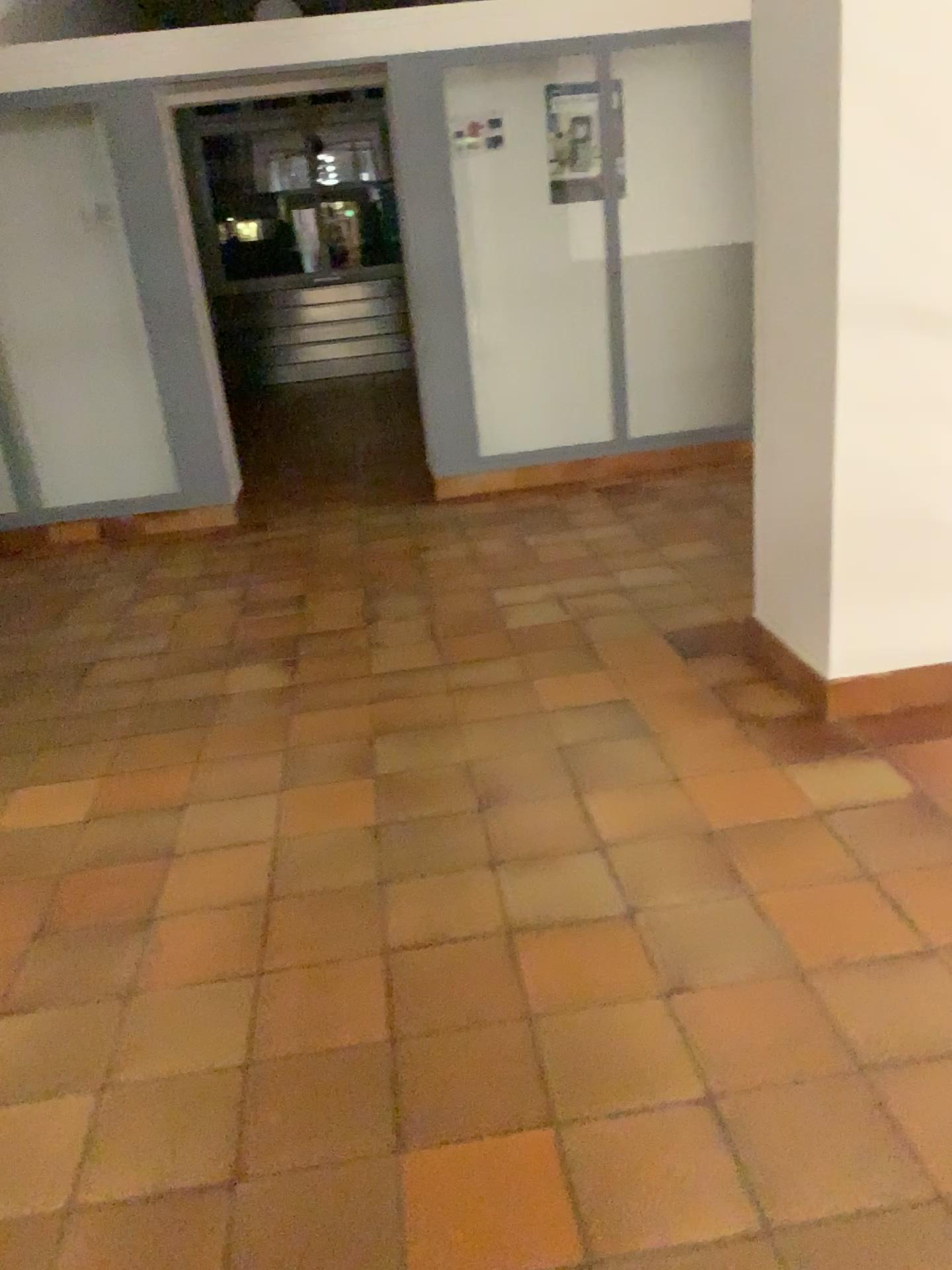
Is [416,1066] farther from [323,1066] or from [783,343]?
[783,343]
